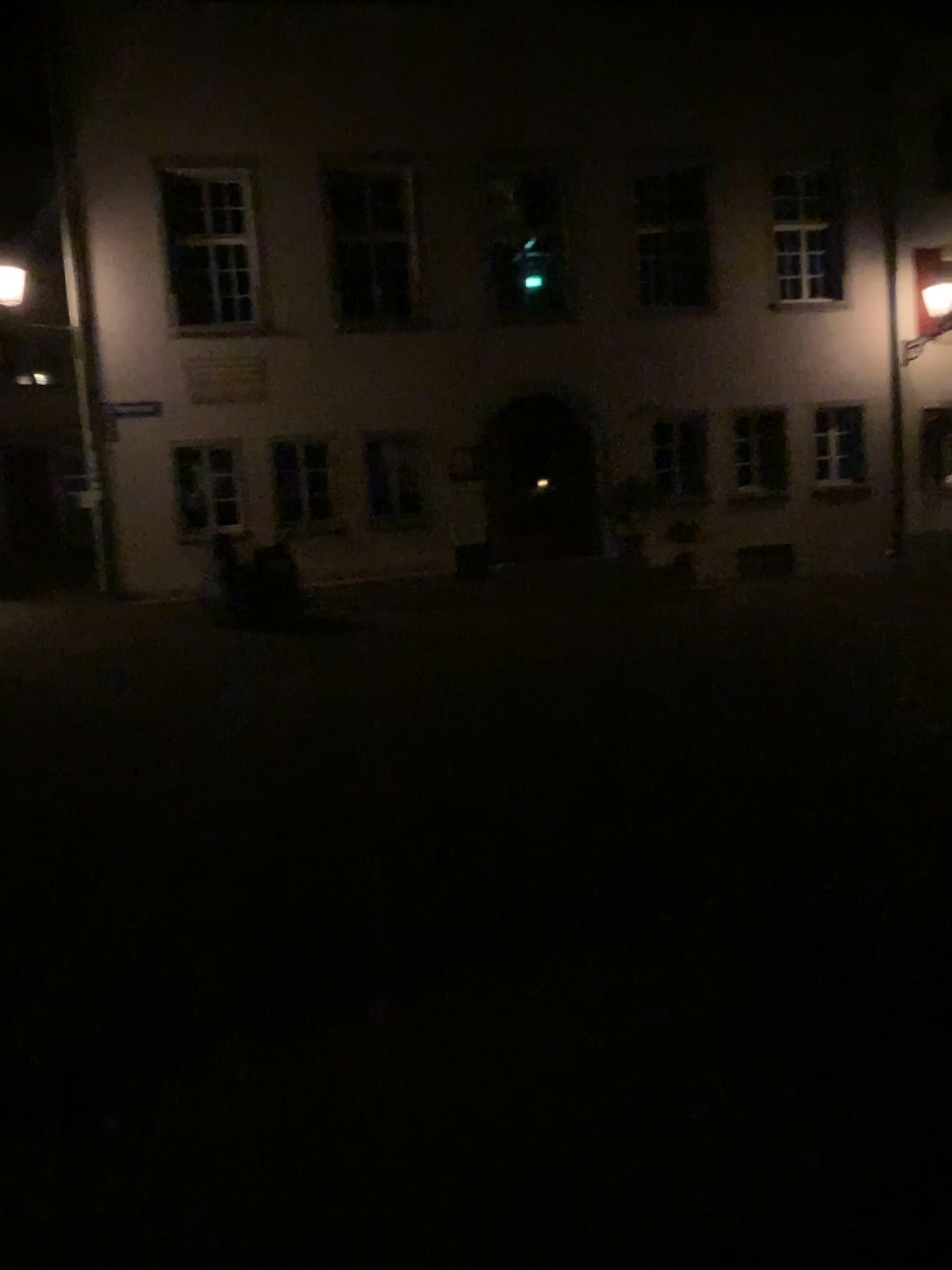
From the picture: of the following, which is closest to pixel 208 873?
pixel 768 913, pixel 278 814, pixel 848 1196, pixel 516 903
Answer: pixel 278 814
